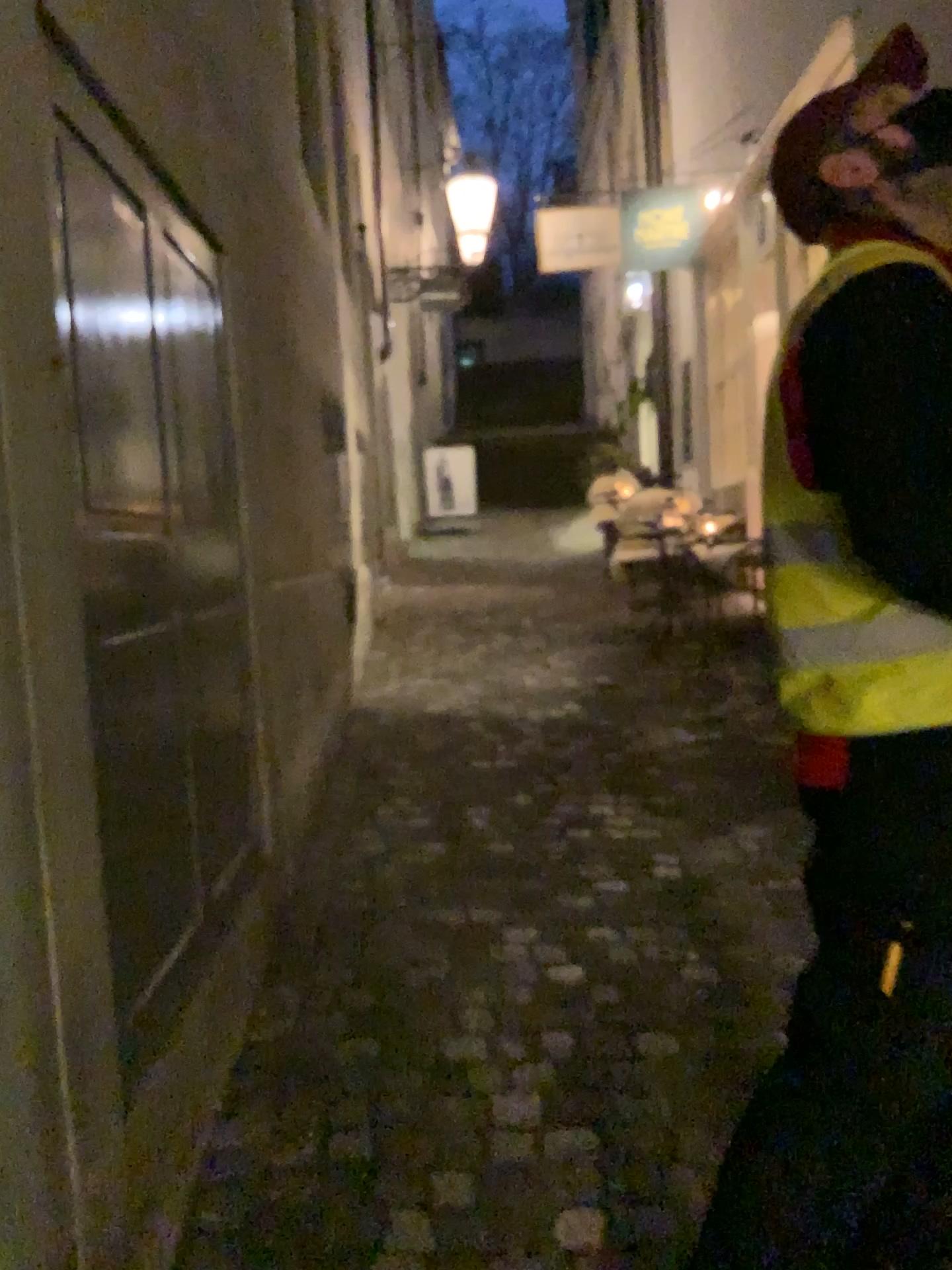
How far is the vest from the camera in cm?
119

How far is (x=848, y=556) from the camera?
1.2m

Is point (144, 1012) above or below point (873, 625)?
below
